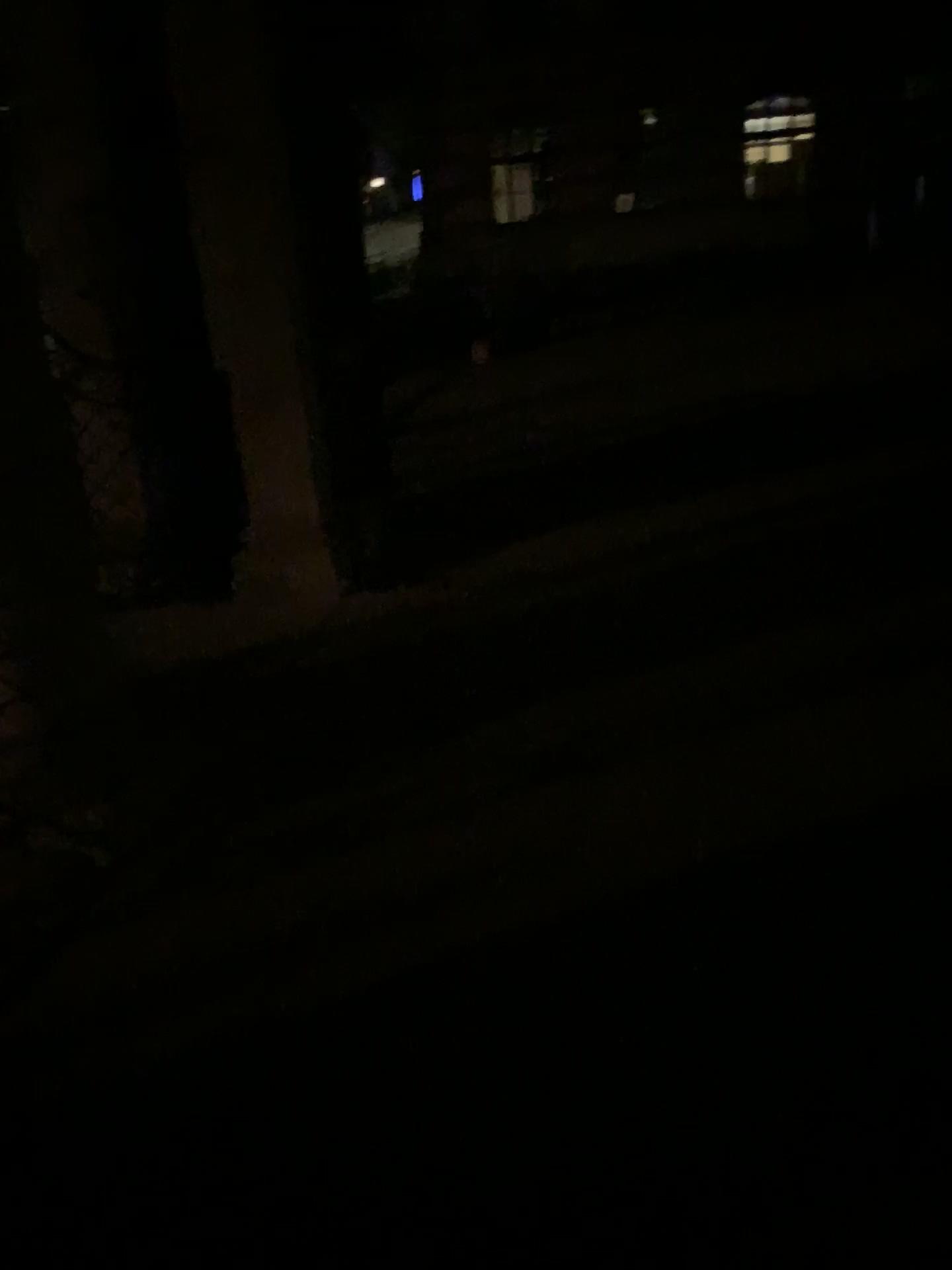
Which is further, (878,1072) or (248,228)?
(248,228)
